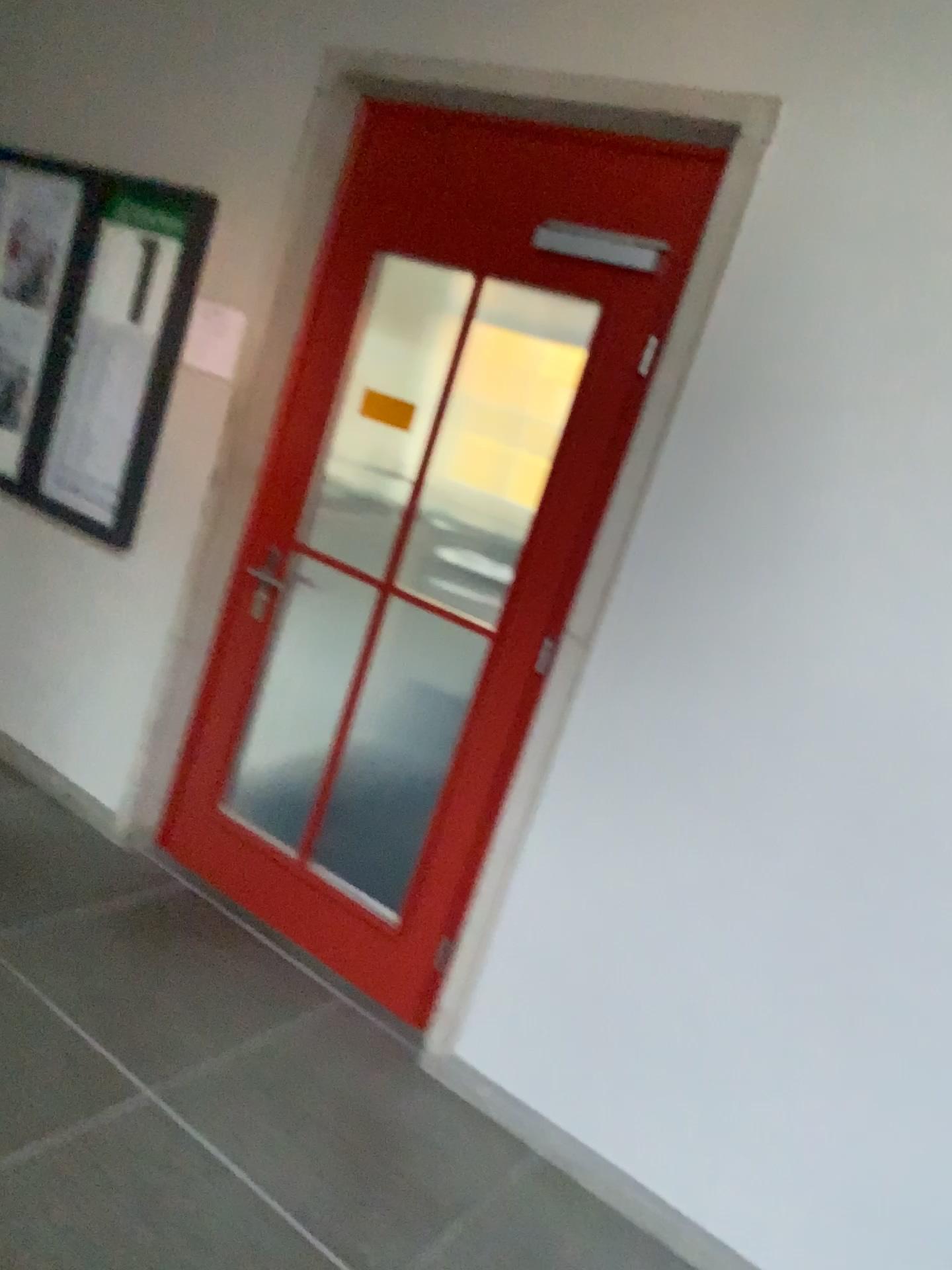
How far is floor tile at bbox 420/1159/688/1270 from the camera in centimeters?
219cm

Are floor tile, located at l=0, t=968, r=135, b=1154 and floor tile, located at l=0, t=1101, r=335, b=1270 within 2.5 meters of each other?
yes

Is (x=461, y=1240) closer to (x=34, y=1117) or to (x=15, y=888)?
(x=34, y=1117)

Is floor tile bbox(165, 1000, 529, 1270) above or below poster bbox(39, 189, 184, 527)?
below

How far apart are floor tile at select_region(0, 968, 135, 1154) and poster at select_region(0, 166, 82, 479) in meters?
1.9 m

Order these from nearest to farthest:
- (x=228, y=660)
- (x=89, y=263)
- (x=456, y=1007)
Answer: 1. (x=456, y=1007)
2. (x=228, y=660)
3. (x=89, y=263)

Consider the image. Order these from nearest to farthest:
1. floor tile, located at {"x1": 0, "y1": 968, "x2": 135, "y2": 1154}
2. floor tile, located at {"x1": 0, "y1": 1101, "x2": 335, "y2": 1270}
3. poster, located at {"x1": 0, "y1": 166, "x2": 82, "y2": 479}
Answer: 1. floor tile, located at {"x1": 0, "y1": 1101, "x2": 335, "y2": 1270}
2. floor tile, located at {"x1": 0, "y1": 968, "x2": 135, "y2": 1154}
3. poster, located at {"x1": 0, "y1": 166, "x2": 82, "y2": 479}

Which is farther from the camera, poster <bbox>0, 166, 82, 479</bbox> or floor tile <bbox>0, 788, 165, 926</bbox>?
poster <bbox>0, 166, 82, 479</bbox>

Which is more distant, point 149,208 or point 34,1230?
point 149,208

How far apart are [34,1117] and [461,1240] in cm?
92
